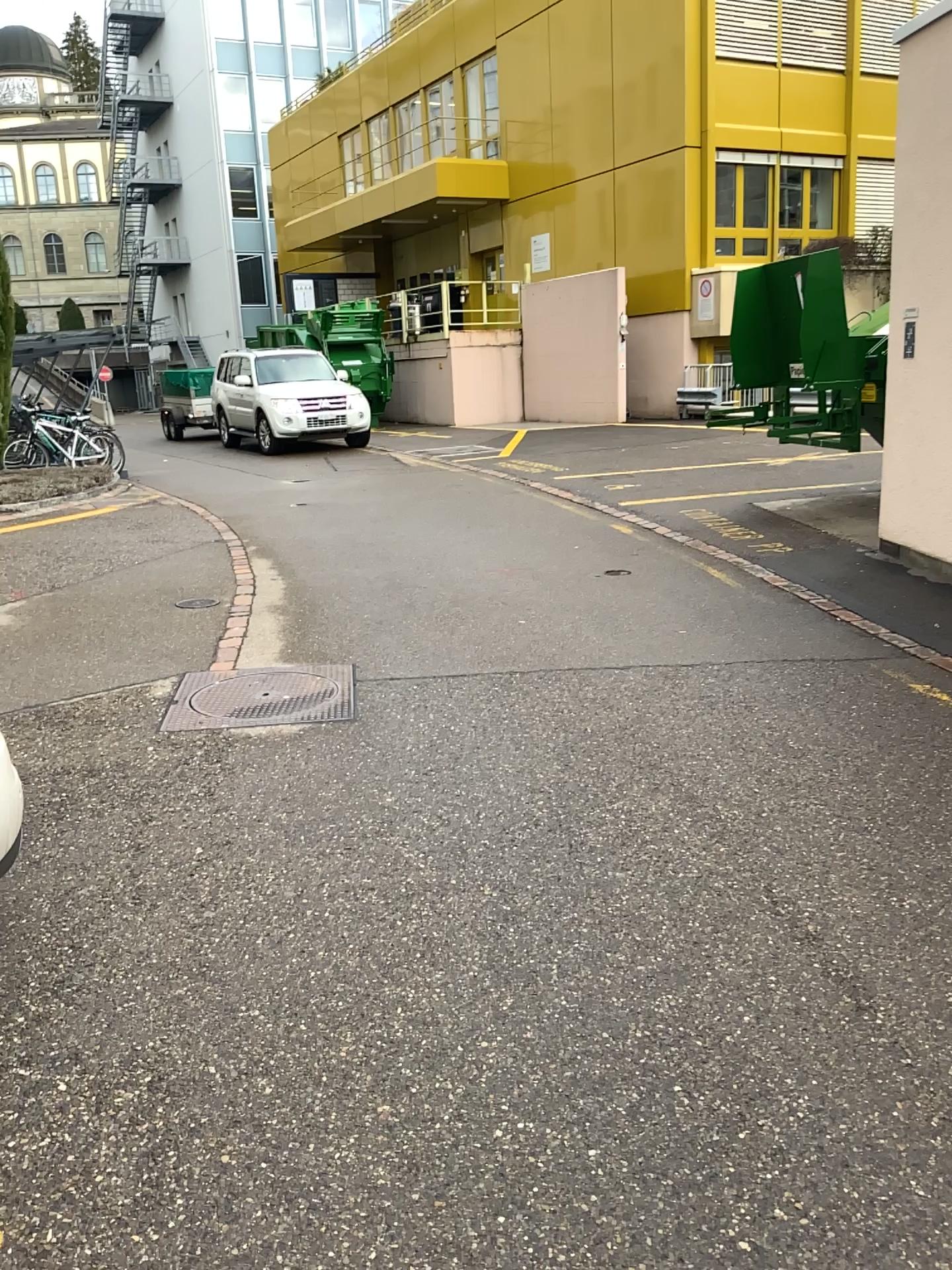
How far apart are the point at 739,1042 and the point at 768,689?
2.57m
